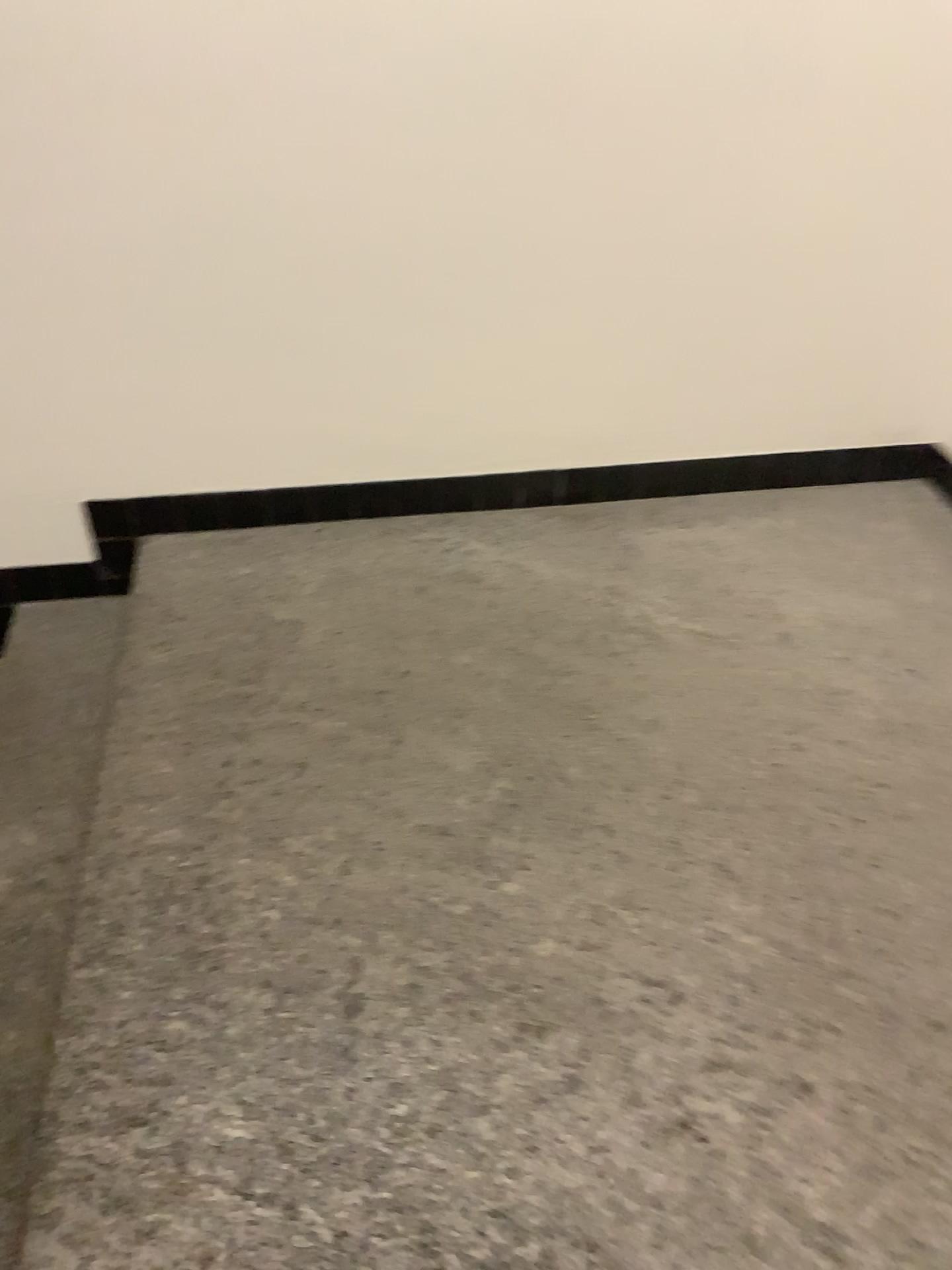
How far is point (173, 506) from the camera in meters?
2.4

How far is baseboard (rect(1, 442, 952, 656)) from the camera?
2.37m

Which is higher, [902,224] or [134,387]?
[902,224]
